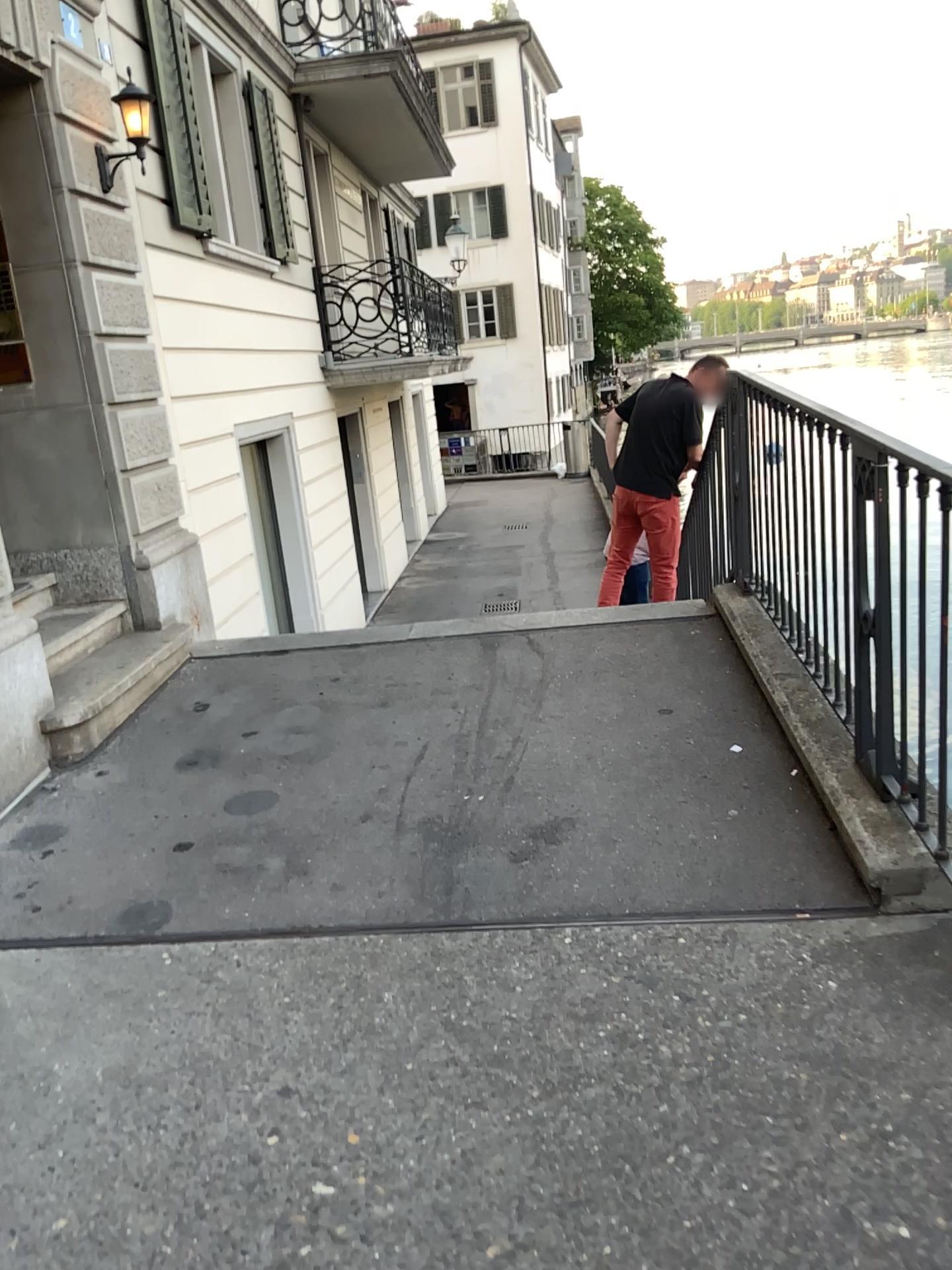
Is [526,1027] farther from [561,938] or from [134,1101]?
[134,1101]
